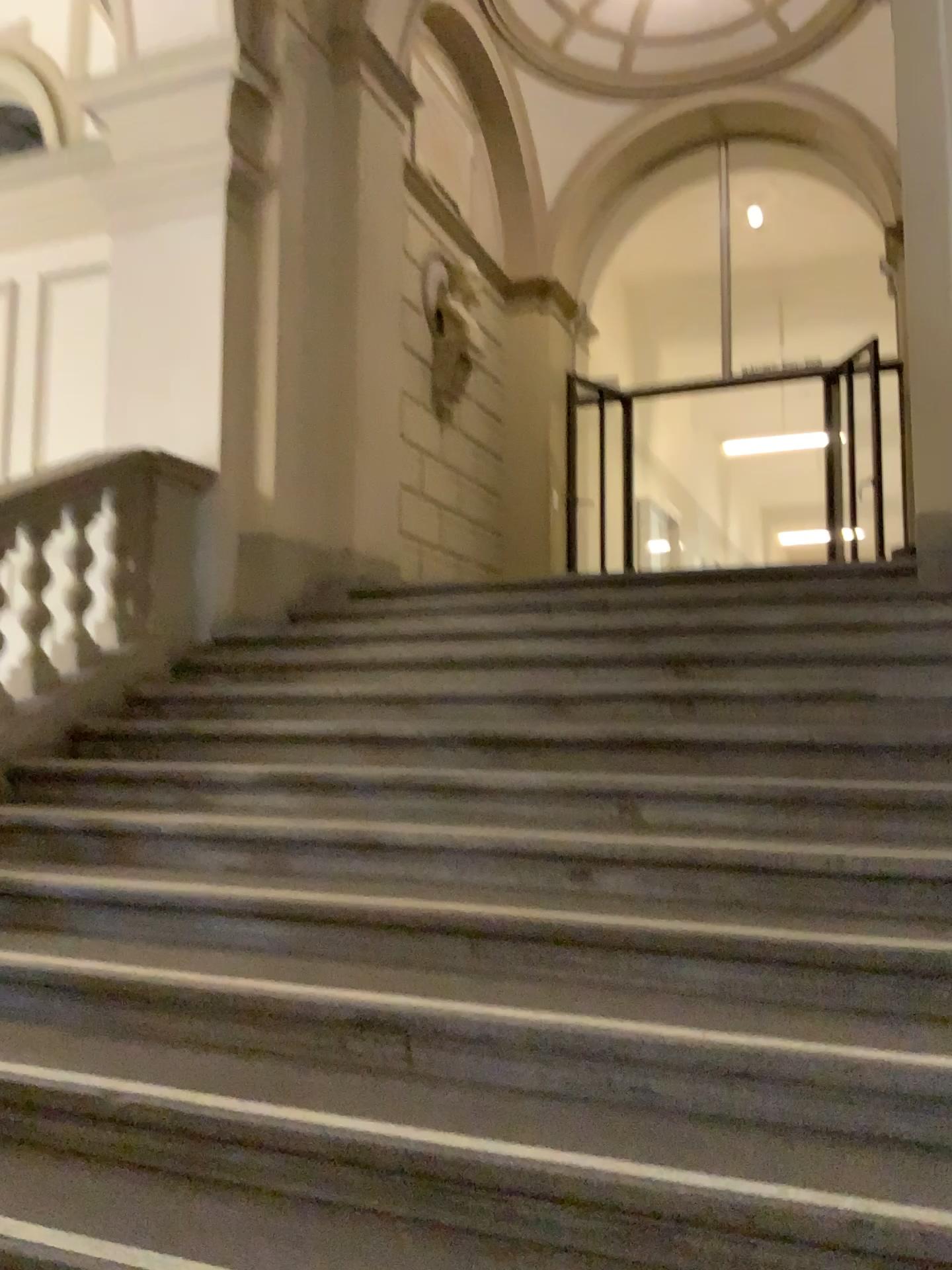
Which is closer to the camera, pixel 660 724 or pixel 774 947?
pixel 774 947
